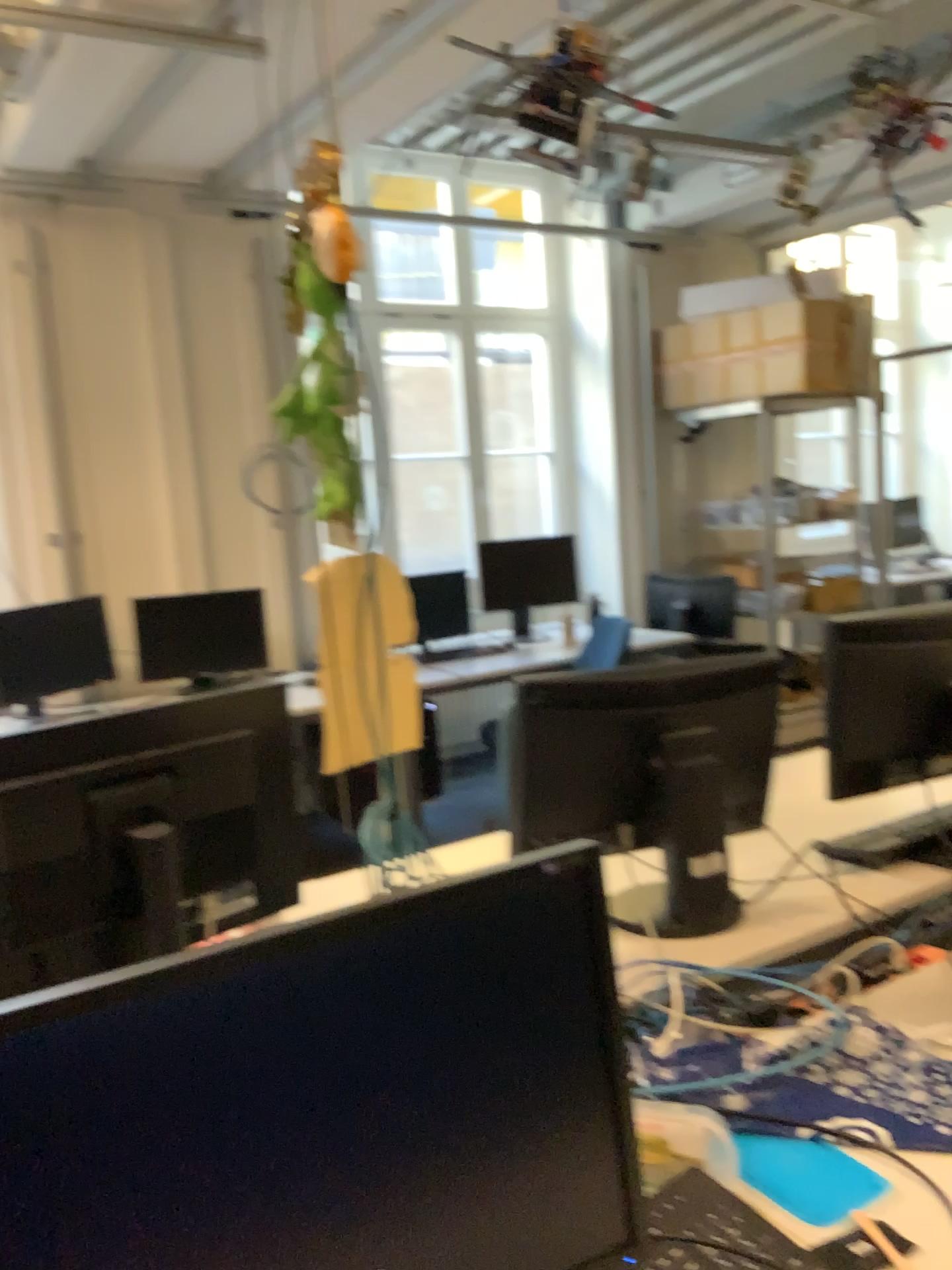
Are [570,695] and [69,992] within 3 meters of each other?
yes

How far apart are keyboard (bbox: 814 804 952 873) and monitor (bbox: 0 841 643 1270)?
1.24m

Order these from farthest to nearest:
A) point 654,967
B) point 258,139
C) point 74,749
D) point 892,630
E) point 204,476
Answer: point 204,476
point 258,139
point 892,630
point 654,967
point 74,749

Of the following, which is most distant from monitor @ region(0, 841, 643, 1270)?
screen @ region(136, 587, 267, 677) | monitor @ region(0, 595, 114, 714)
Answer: screen @ region(136, 587, 267, 677)

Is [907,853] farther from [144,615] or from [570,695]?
[144,615]

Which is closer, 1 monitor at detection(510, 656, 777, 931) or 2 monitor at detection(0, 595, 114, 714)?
1 monitor at detection(510, 656, 777, 931)

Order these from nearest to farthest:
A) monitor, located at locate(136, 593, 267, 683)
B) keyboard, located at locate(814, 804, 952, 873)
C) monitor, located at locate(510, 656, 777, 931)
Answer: monitor, located at locate(510, 656, 777, 931), keyboard, located at locate(814, 804, 952, 873), monitor, located at locate(136, 593, 267, 683)

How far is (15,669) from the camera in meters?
4.0 m

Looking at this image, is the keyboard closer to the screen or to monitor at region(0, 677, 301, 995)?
monitor at region(0, 677, 301, 995)

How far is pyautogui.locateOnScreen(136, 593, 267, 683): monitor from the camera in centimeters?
451cm
